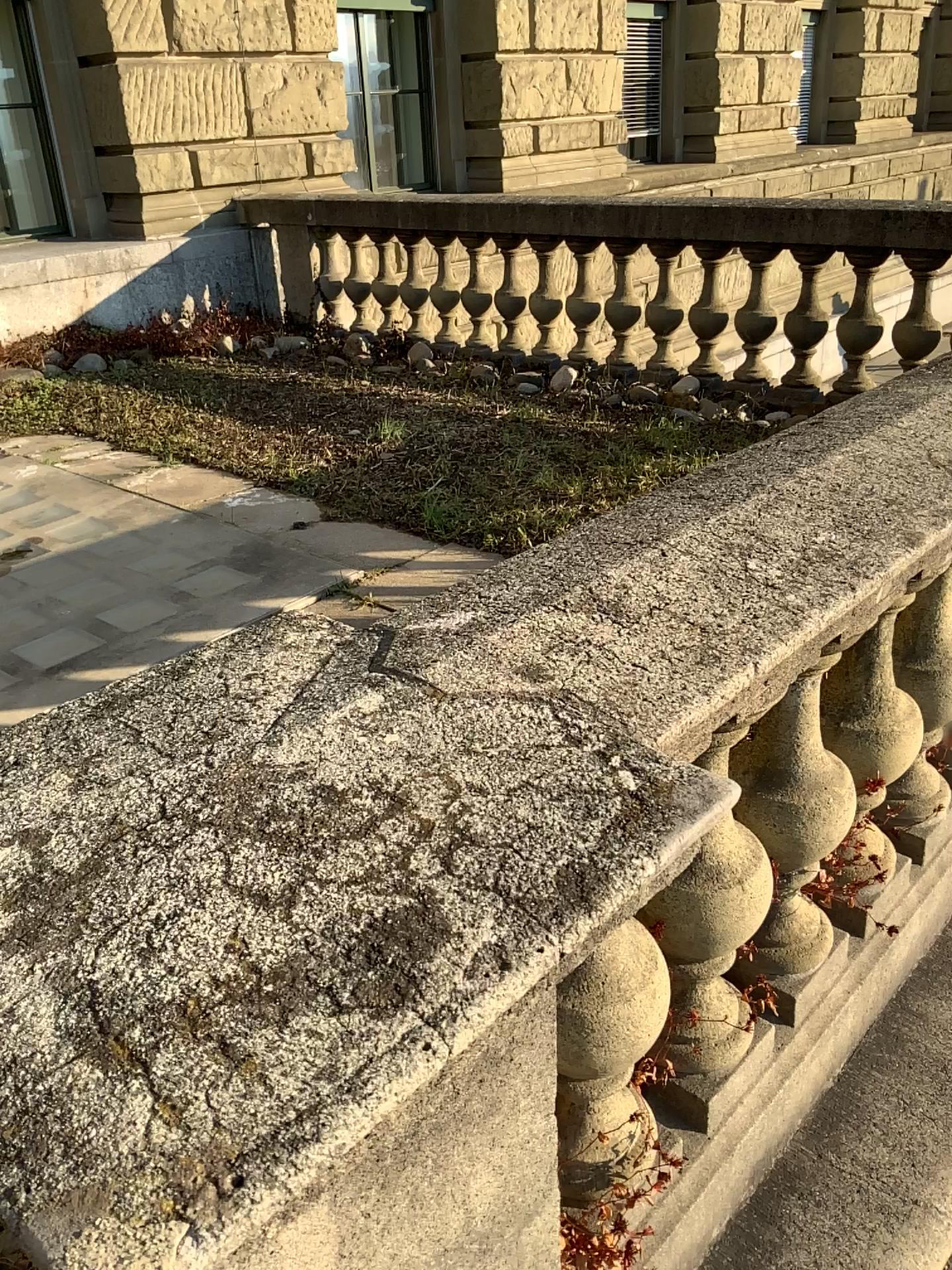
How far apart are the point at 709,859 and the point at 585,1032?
0.3 meters

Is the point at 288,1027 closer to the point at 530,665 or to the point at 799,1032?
the point at 530,665

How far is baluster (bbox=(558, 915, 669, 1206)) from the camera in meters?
1.2

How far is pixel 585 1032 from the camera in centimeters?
115cm

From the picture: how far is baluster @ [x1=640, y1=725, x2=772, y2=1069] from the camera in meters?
1.4 m

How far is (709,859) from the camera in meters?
1.4
